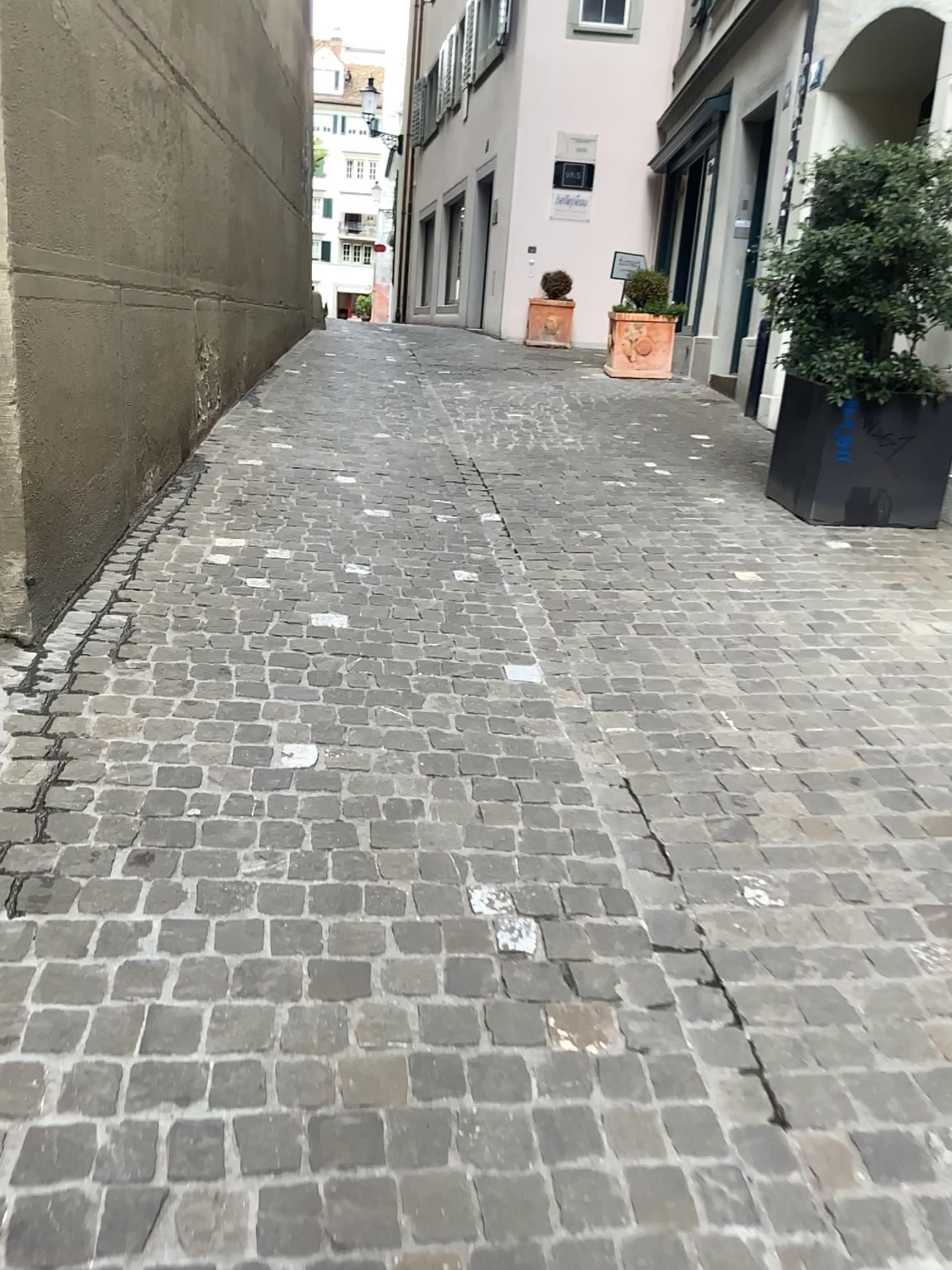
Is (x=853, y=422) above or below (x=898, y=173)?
below

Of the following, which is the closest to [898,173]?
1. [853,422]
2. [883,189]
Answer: [883,189]

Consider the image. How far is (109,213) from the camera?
3.4 meters

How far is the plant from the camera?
4.23m

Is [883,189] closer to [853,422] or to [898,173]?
[898,173]

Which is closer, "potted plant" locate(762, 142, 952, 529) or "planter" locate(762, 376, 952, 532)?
"potted plant" locate(762, 142, 952, 529)

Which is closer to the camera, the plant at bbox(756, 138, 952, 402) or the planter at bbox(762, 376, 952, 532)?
the plant at bbox(756, 138, 952, 402)
